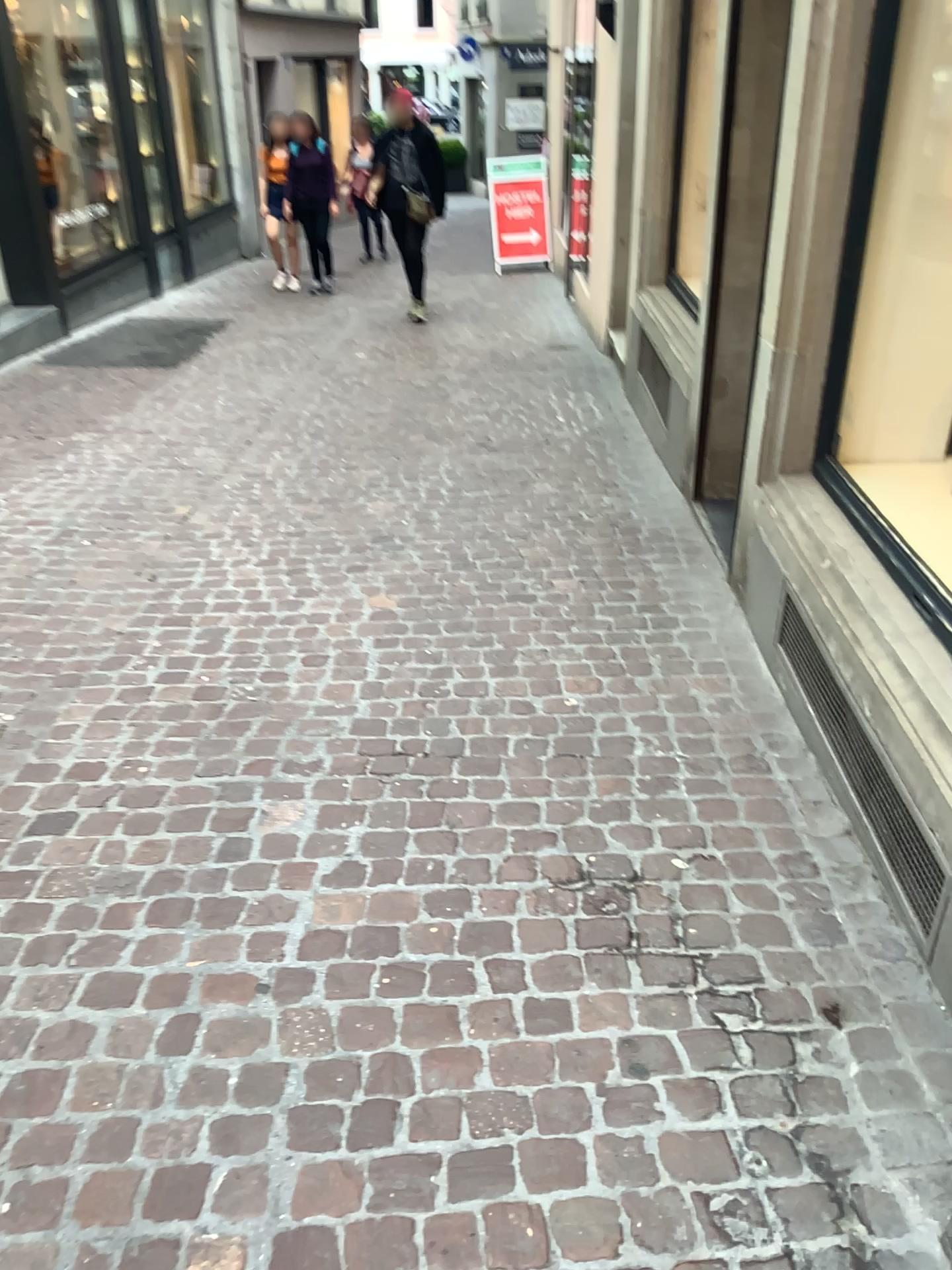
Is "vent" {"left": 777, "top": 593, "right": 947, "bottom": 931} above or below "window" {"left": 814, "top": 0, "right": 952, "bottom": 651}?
below

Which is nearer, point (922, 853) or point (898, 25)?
point (922, 853)

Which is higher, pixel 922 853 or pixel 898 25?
pixel 898 25

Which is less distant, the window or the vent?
the vent

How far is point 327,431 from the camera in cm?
566
